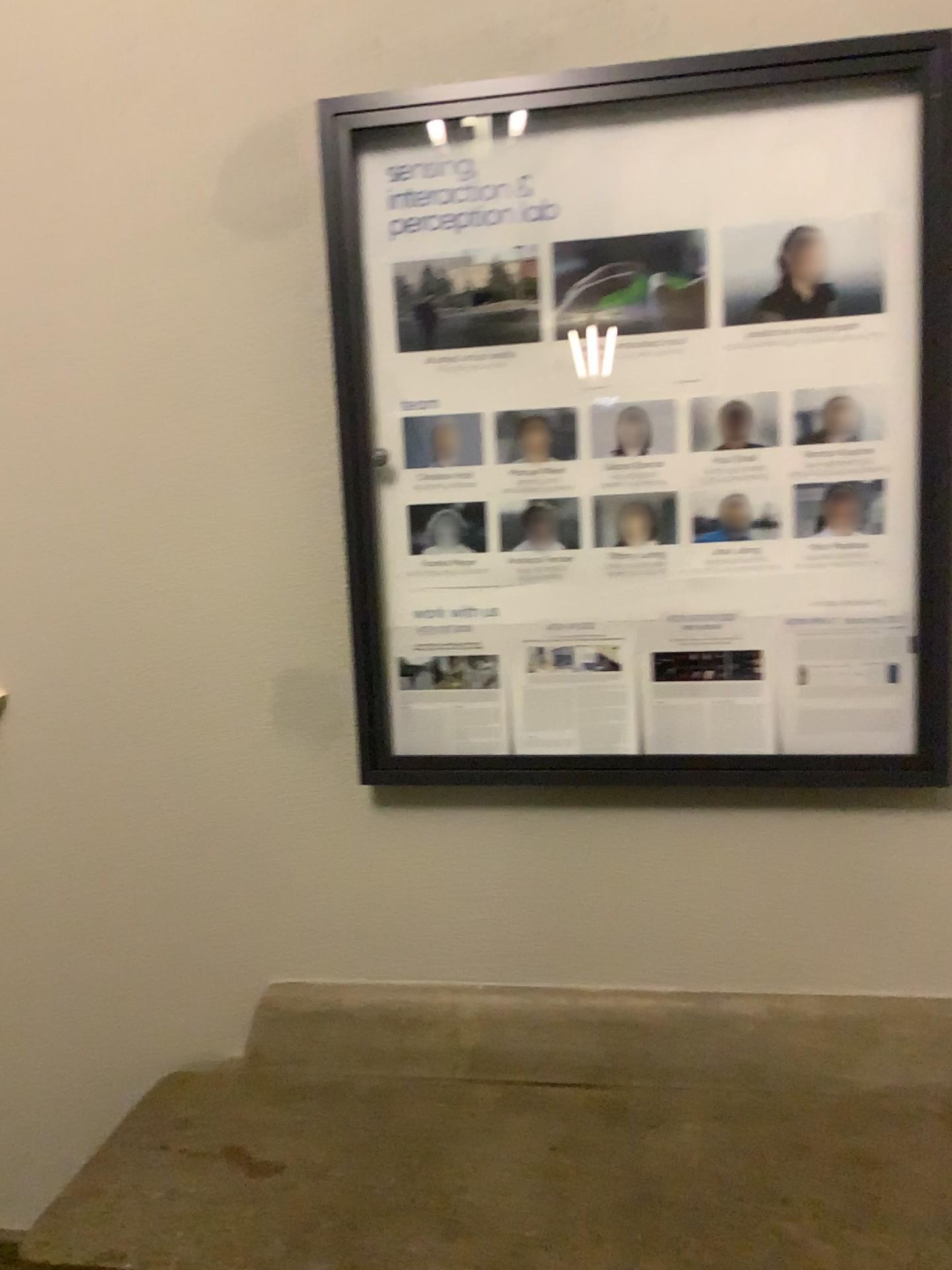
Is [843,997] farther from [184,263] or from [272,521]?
[184,263]

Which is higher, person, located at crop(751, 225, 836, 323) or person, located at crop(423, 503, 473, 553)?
person, located at crop(751, 225, 836, 323)

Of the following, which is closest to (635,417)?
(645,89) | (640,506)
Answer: (640,506)

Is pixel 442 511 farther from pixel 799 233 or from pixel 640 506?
pixel 799 233

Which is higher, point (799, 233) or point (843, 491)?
point (799, 233)

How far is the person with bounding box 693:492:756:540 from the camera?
1.70m

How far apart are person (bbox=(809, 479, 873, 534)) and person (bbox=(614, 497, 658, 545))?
0.3m

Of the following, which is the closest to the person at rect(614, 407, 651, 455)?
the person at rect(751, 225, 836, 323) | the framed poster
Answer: the framed poster

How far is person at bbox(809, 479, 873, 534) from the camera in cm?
167

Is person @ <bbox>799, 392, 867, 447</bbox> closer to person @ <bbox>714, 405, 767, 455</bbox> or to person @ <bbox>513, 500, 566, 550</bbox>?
person @ <bbox>714, 405, 767, 455</bbox>
